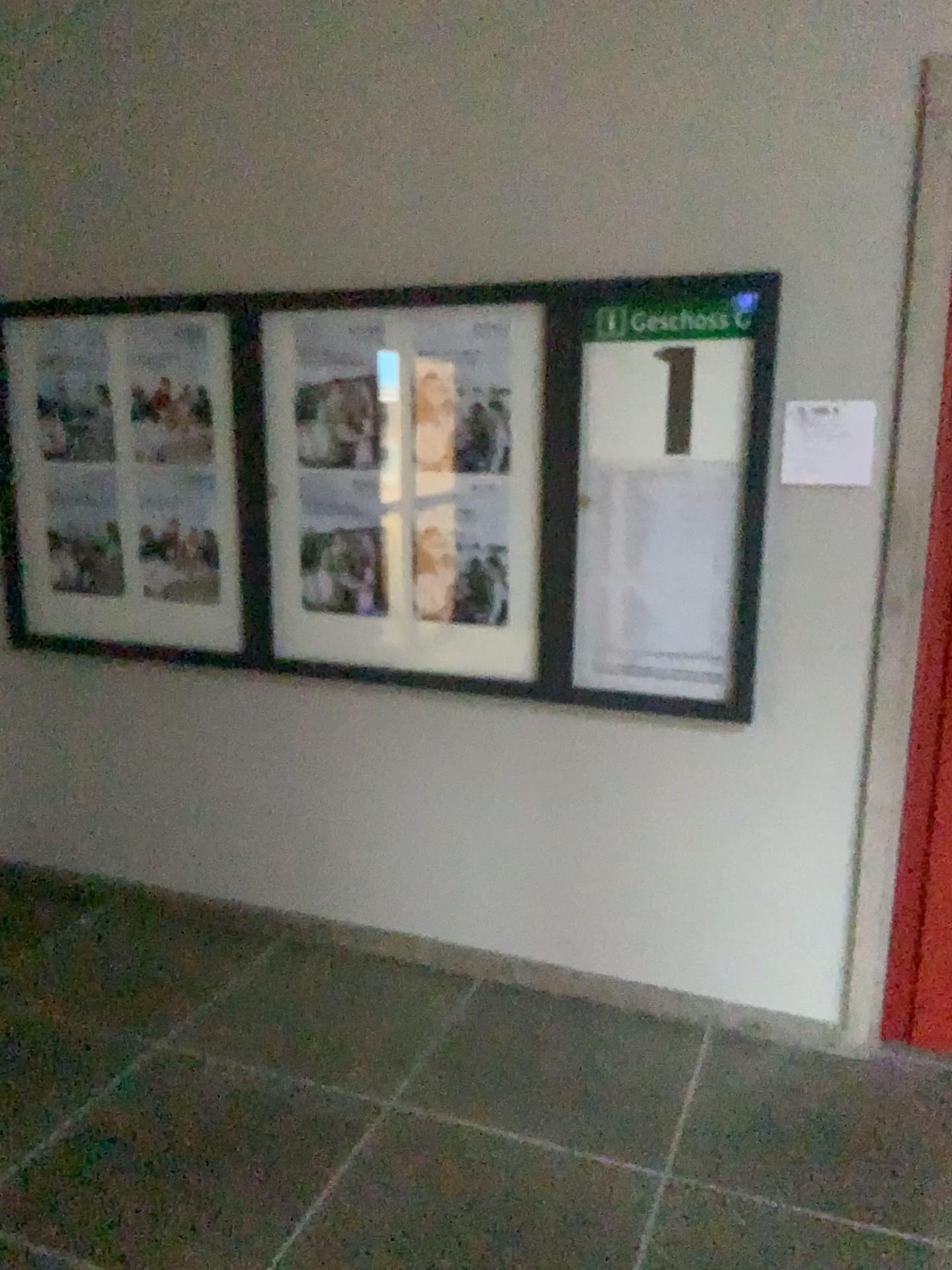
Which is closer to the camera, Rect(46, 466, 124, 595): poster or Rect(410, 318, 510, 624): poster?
Rect(410, 318, 510, 624): poster

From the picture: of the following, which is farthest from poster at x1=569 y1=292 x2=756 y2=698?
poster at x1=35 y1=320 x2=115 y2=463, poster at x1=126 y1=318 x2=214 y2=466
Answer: poster at x1=35 y1=320 x2=115 y2=463

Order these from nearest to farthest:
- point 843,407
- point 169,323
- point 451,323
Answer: point 843,407 < point 451,323 < point 169,323

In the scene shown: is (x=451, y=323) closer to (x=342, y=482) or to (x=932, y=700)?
(x=342, y=482)

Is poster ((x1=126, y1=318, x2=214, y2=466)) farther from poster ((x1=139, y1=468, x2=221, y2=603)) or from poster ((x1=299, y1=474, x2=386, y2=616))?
poster ((x1=299, y1=474, x2=386, y2=616))

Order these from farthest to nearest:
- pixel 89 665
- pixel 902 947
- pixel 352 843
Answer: pixel 89 665, pixel 352 843, pixel 902 947

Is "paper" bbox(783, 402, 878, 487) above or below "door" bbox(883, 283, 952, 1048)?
above

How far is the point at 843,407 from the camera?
2.62m

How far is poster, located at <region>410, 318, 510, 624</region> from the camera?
2.93m

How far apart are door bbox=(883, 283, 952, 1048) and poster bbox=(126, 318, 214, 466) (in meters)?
2.07
